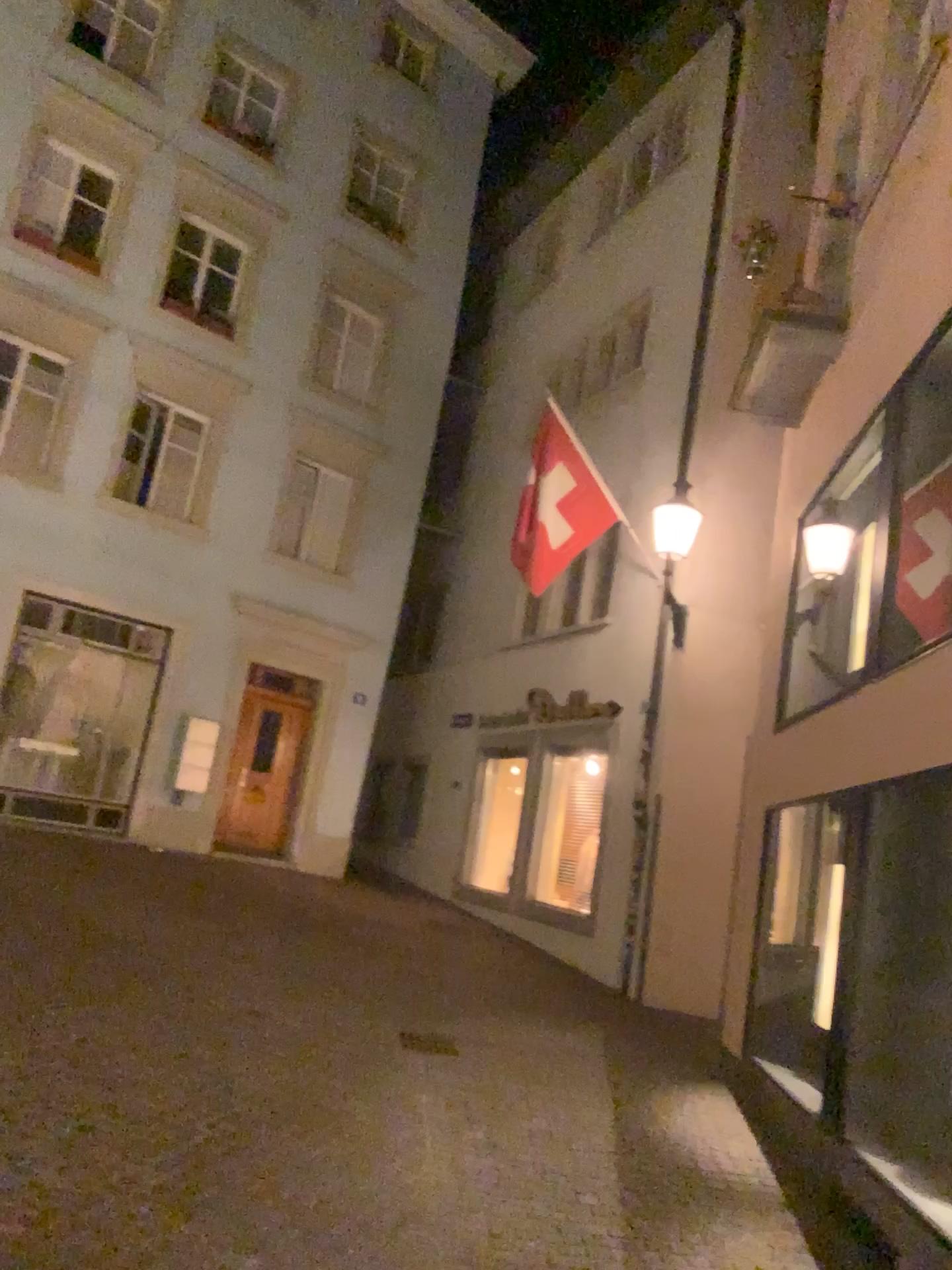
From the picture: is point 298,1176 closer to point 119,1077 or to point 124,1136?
point 124,1136
